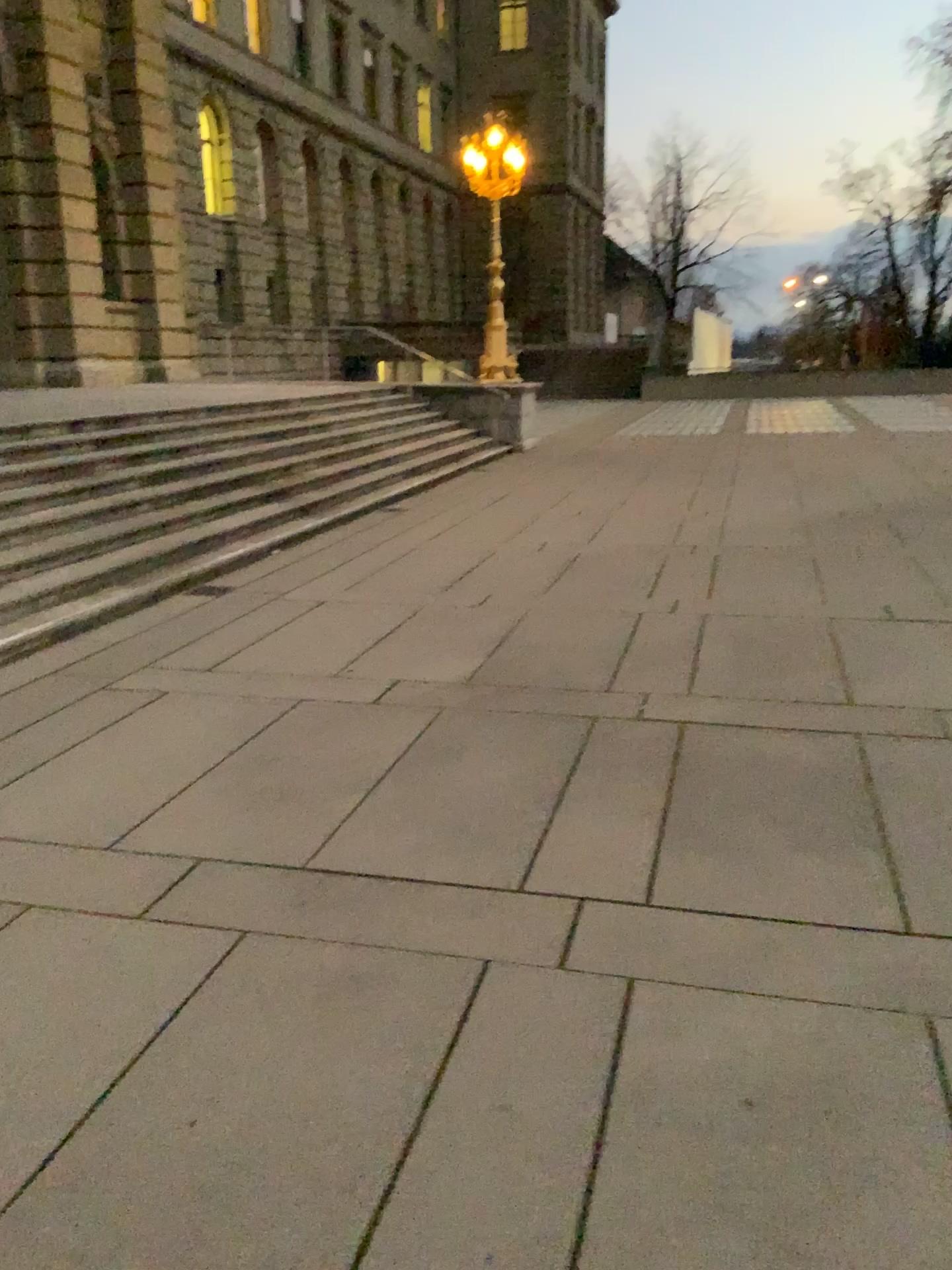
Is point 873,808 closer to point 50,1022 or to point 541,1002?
point 541,1002
